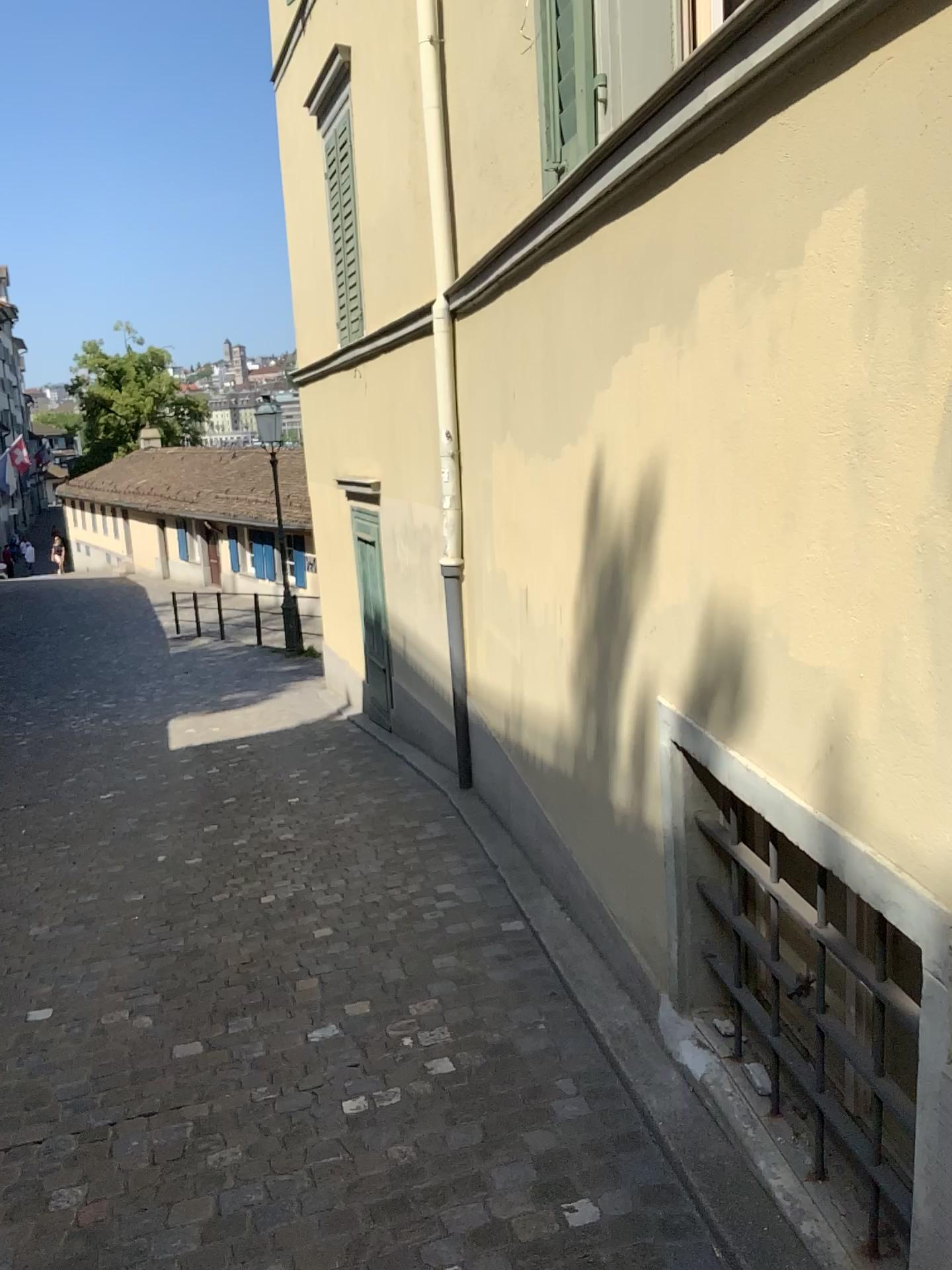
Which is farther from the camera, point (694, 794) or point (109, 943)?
point (109, 943)
